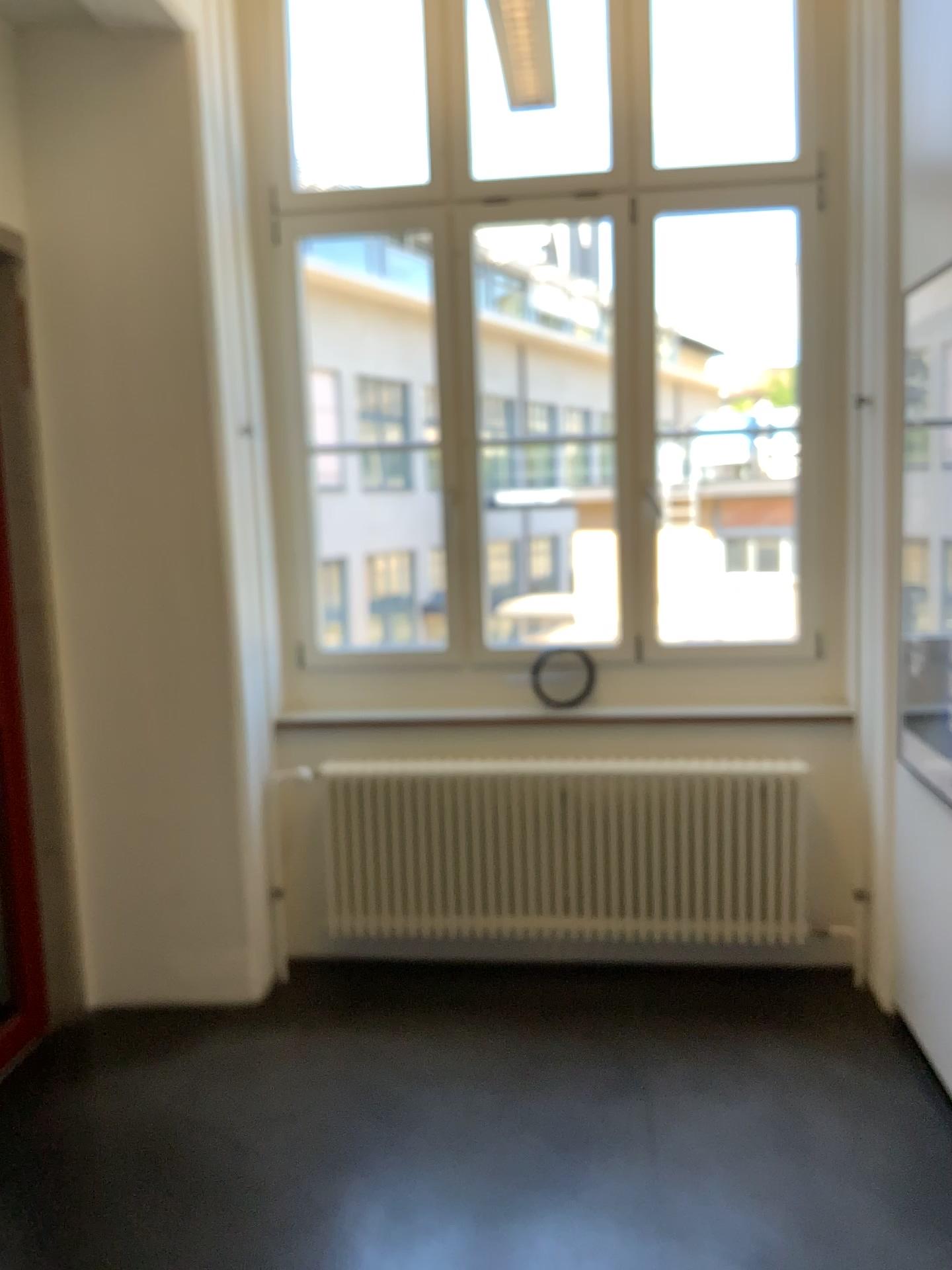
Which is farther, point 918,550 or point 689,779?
point 689,779

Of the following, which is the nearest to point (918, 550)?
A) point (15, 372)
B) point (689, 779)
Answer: point (689, 779)

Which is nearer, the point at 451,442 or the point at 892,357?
the point at 892,357

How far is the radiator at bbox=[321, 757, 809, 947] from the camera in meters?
3.6 m

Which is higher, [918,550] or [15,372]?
[15,372]

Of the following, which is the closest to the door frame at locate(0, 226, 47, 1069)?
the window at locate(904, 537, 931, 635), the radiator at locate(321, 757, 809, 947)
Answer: the radiator at locate(321, 757, 809, 947)

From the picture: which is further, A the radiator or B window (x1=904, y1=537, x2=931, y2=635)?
A the radiator

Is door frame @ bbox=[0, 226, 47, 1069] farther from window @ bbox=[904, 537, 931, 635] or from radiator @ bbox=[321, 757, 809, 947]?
window @ bbox=[904, 537, 931, 635]

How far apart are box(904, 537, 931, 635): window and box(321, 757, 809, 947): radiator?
0.7 meters

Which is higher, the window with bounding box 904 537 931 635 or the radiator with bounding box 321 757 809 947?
the window with bounding box 904 537 931 635
